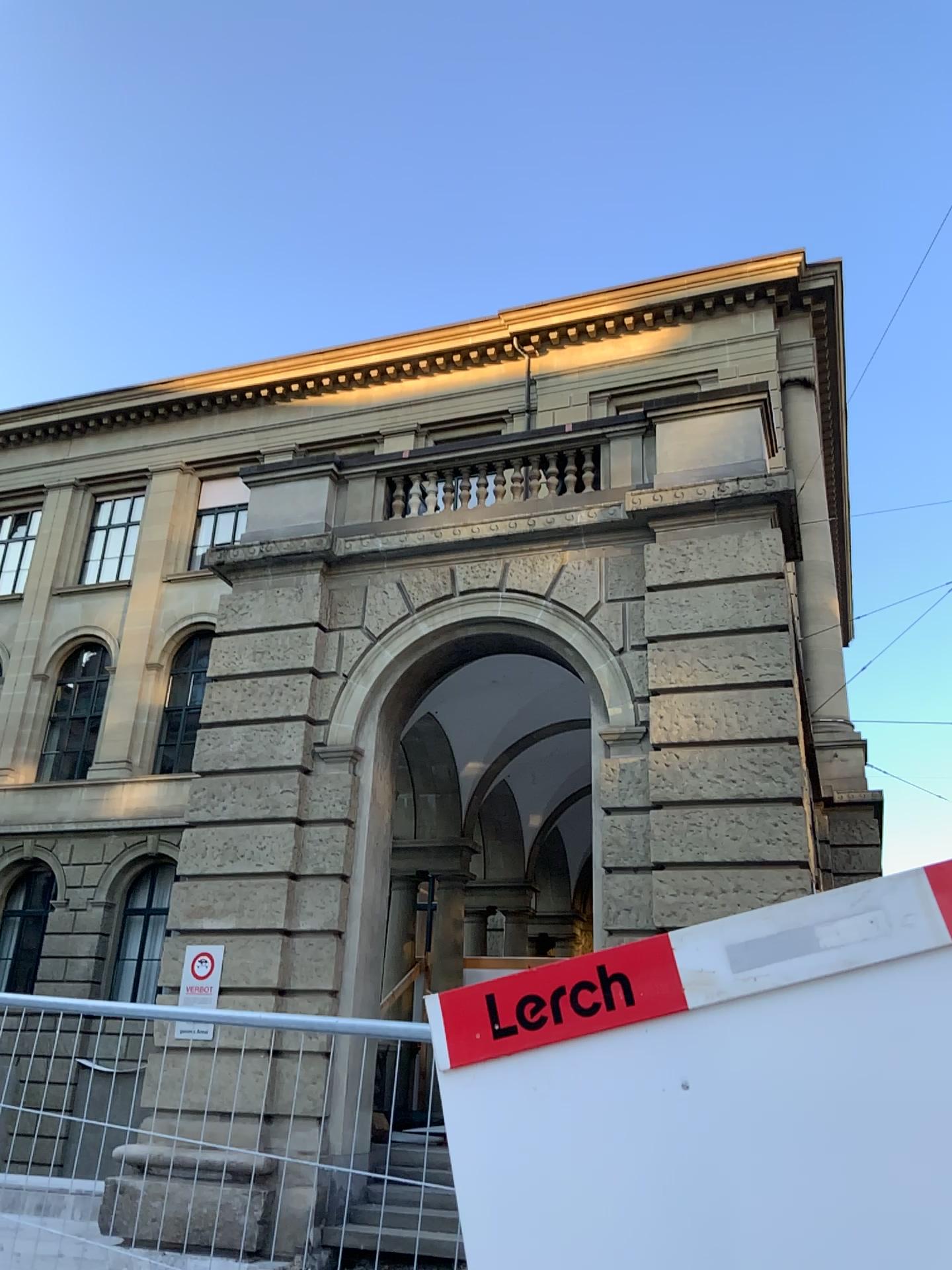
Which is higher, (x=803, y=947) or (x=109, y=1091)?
(x=803, y=947)

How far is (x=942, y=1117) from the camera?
1.9 meters

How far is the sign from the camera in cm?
187
